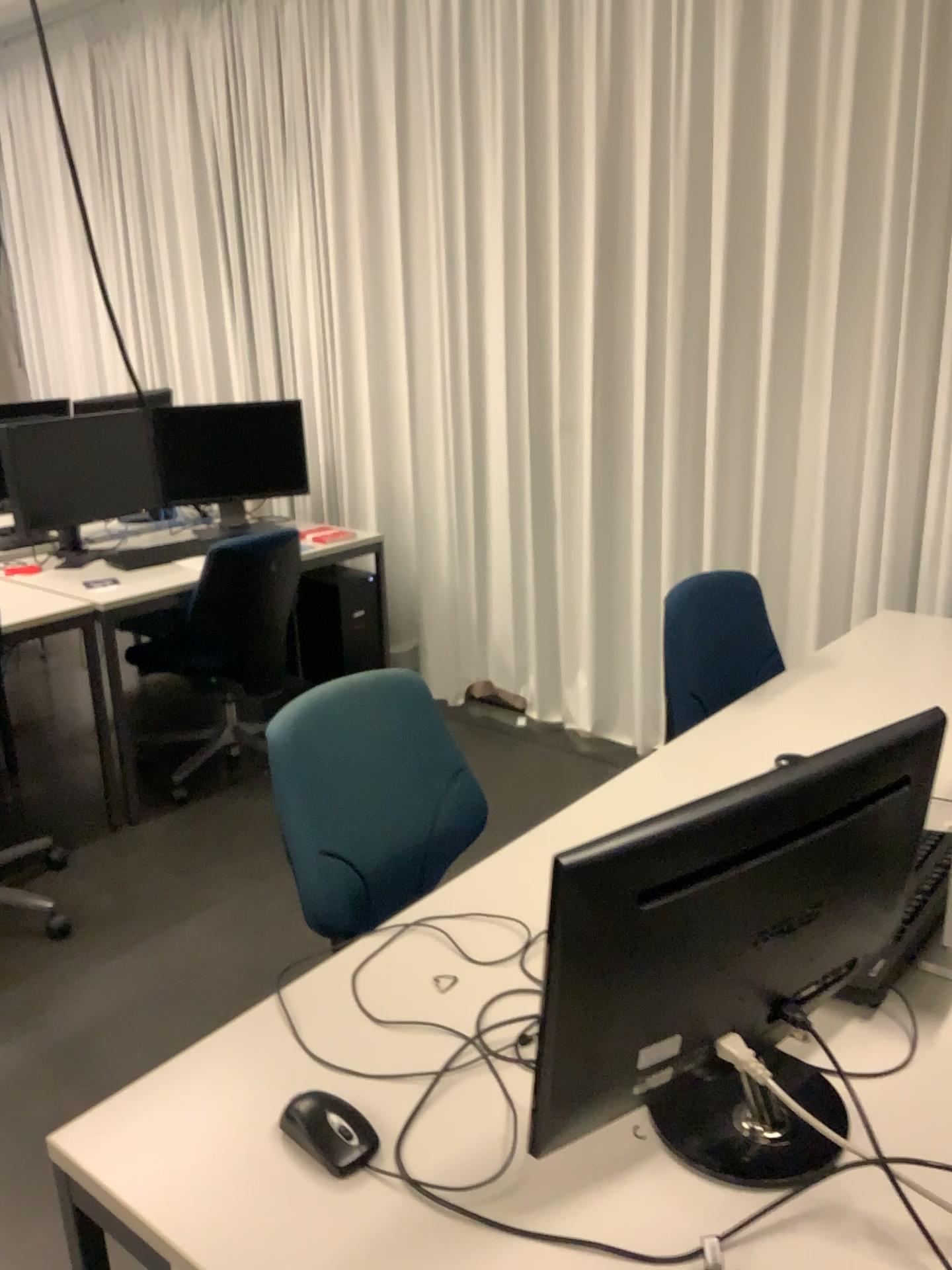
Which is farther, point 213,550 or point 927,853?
point 213,550

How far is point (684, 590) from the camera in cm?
231

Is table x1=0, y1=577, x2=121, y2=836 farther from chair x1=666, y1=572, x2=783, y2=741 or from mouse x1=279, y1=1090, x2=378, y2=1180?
mouse x1=279, y1=1090, x2=378, y2=1180

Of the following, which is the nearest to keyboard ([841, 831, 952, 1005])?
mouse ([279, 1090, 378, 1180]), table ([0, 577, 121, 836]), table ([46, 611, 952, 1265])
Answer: table ([46, 611, 952, 1265])

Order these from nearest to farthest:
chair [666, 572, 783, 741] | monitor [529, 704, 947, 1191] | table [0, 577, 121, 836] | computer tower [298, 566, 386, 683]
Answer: monitor [529, 704, 947, 1191], chair [666, 572, 783, 741], table [0, 577, 121, 836], computer tower [298, 566, 386, 683]

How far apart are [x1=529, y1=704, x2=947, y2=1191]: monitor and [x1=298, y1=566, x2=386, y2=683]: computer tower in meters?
2.9

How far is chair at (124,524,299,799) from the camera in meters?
3.4 m

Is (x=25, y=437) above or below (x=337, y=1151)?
above

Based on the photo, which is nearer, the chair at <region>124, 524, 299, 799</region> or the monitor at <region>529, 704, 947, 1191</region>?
the monitor at <region>529, 704, 947, 1191</region>

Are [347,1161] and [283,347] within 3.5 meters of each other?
no
